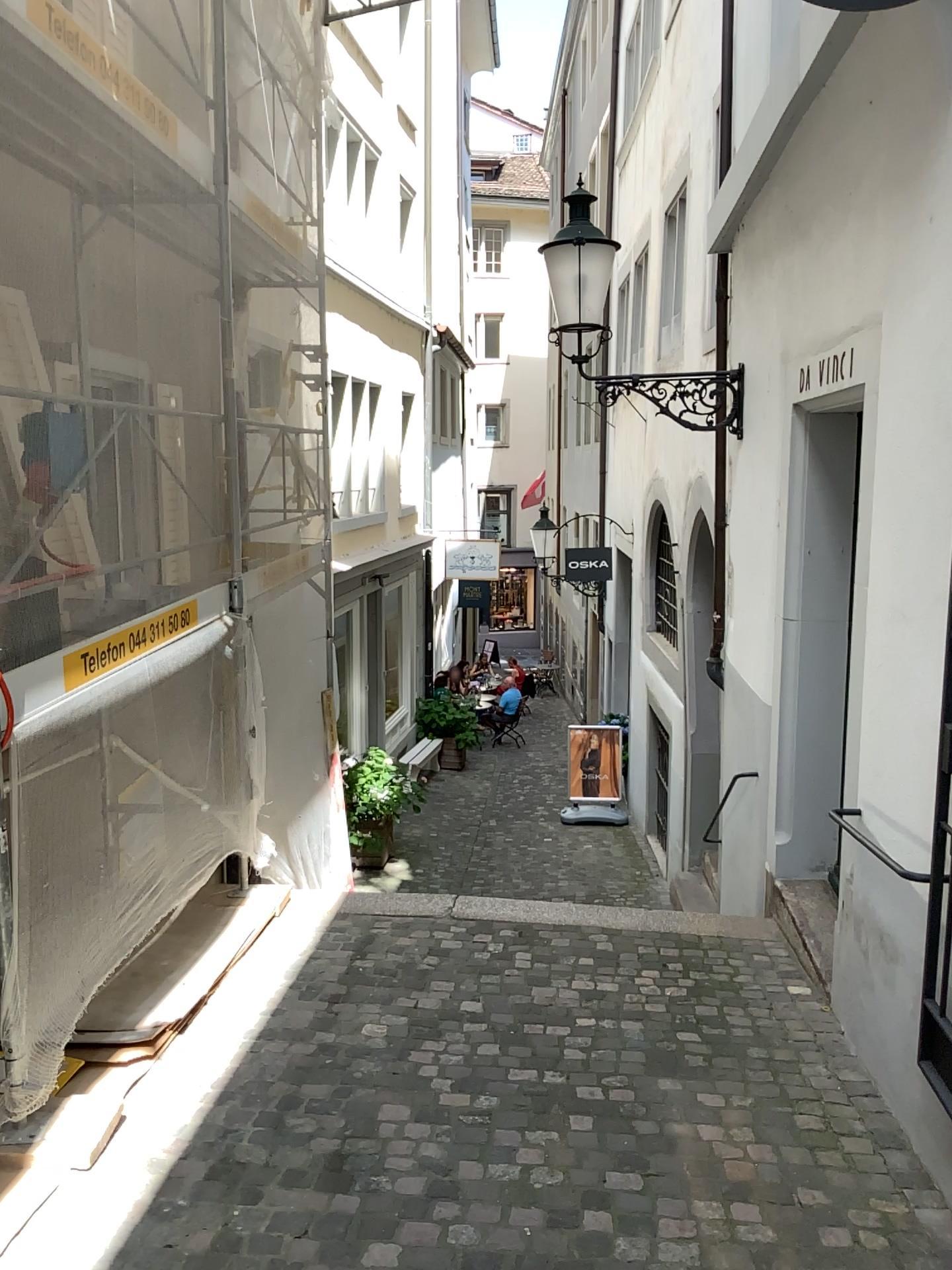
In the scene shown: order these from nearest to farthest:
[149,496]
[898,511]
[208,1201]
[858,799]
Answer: [208,1201], [898,511], [858,799], [149,496]
